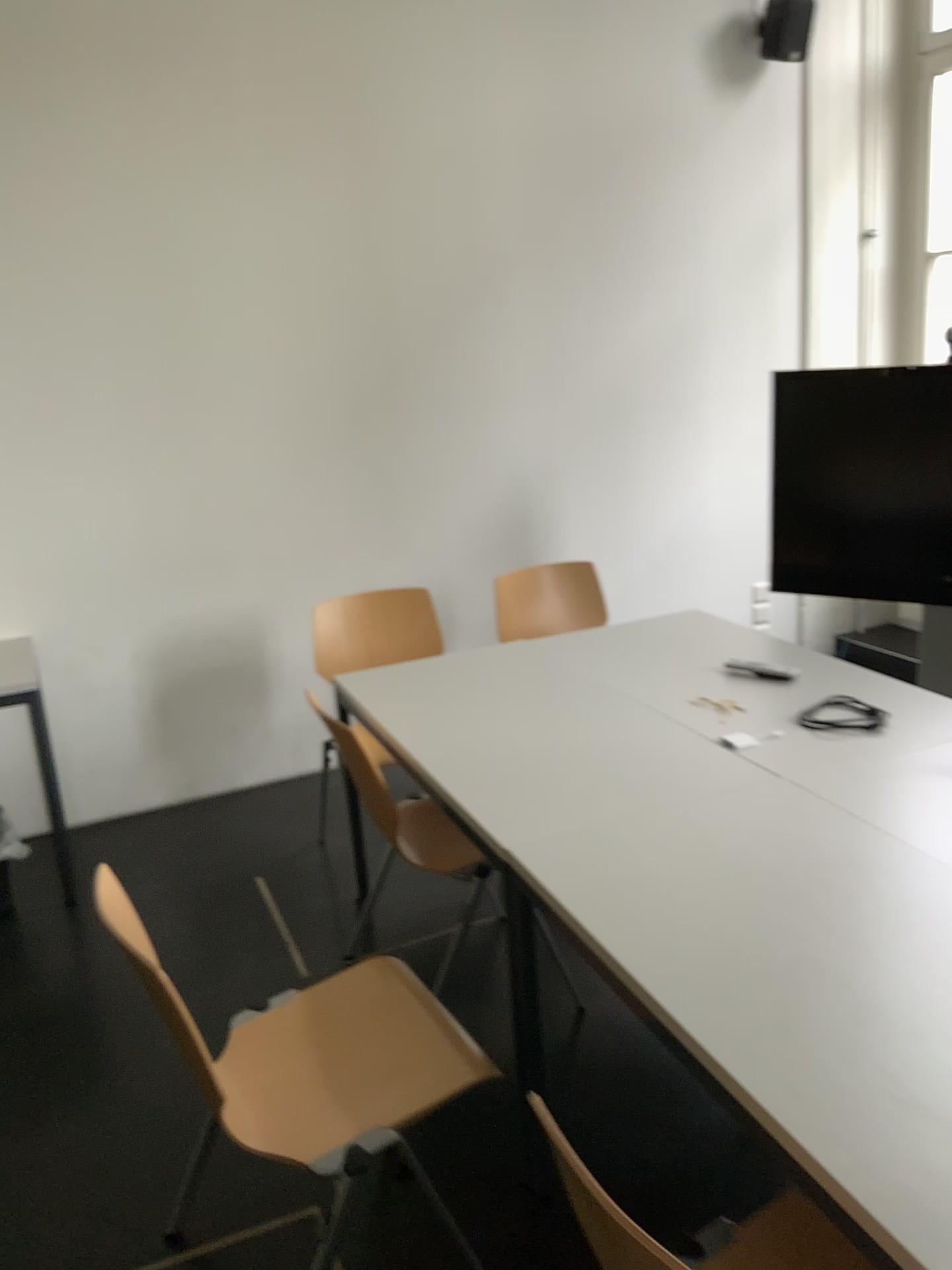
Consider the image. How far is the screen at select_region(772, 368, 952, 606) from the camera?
3.76m

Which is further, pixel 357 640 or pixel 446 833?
pixel 357 640

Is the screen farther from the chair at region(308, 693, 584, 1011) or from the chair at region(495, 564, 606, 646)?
the chair at region(308, 693, 584, 1011)

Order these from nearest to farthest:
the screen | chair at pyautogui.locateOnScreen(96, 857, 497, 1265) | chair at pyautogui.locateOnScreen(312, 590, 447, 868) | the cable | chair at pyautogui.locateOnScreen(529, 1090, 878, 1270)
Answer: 1. chair at pyautogui.locateOnScreen(529, 1090, 878, 1270)
2. chair at pyautogui.locateOnScreen(96, 857, 497, 1265)
3. the cable
4. chair at pyautogui.locateOnScreen(312, 590, 447, 868)
5. the screen

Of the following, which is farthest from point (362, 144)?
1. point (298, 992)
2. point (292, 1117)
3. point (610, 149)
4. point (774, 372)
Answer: point (292, 1117)

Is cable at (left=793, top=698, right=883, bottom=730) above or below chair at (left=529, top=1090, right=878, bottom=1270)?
above

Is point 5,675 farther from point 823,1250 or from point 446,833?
point 823,1250

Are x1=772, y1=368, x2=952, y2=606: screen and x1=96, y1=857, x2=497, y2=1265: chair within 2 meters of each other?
no

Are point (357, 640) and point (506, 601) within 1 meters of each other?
yes

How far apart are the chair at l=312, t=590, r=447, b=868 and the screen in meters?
1.5
